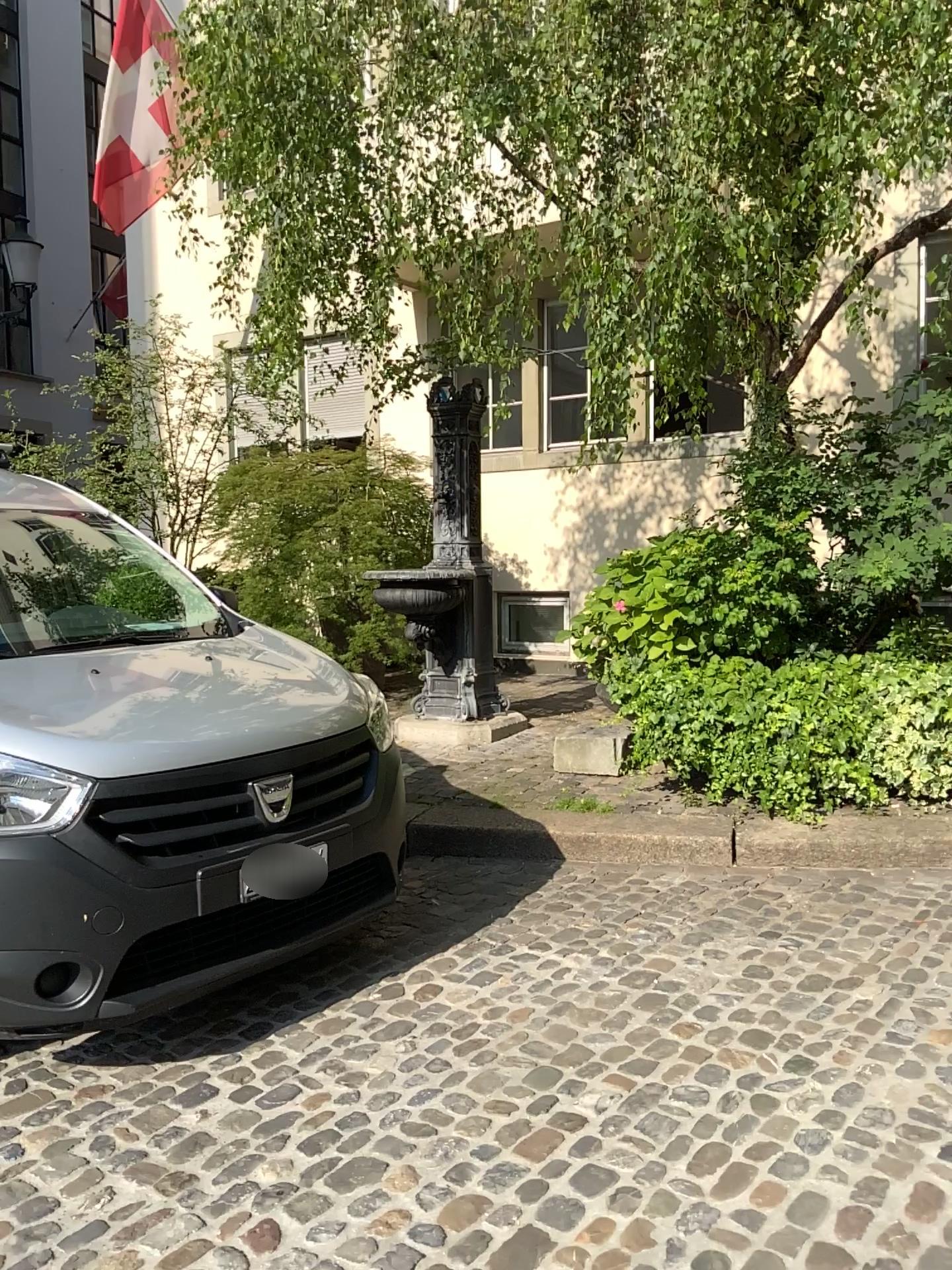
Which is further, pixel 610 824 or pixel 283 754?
pixel 610 824

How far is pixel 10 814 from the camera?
2.54m

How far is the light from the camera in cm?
254
